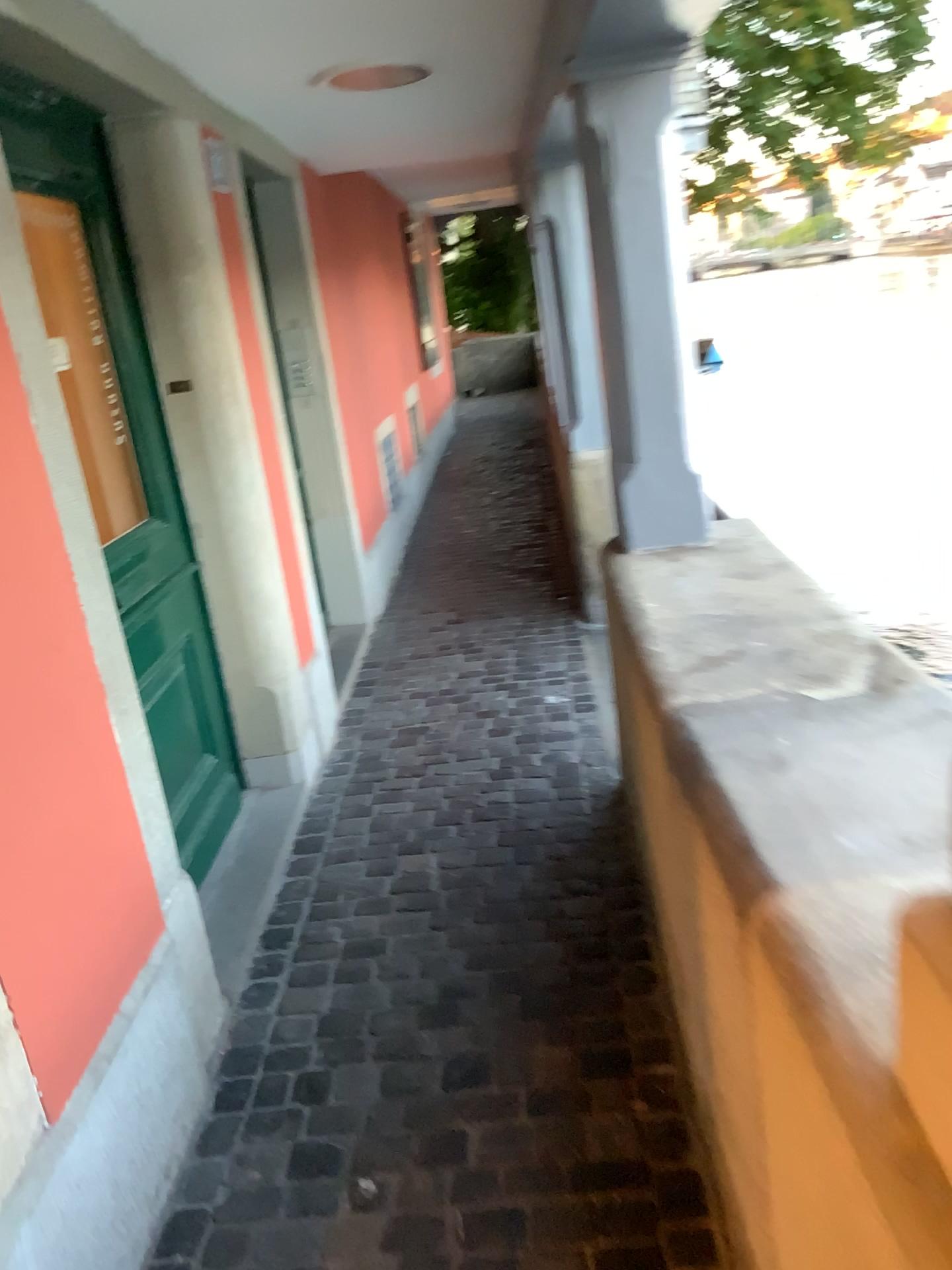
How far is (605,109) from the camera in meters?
2.4 m

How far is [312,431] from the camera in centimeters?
454cm

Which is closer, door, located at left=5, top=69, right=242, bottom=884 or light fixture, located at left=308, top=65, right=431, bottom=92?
door, located at left=5, top=69, right=242, bottom=884

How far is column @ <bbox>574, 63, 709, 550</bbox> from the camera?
2.4m

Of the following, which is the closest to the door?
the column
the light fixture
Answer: the light fixture

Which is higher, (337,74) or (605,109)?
(337,74)

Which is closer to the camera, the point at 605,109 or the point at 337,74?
the point at 605,109

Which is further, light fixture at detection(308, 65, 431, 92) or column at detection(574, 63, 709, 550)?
light fixture at detection(308, 65, 431, 92)

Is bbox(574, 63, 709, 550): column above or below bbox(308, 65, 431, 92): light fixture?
below

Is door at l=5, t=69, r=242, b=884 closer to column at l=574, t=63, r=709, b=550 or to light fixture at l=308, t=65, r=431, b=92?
light fixture at l=308, t=65, r=431, b=92
